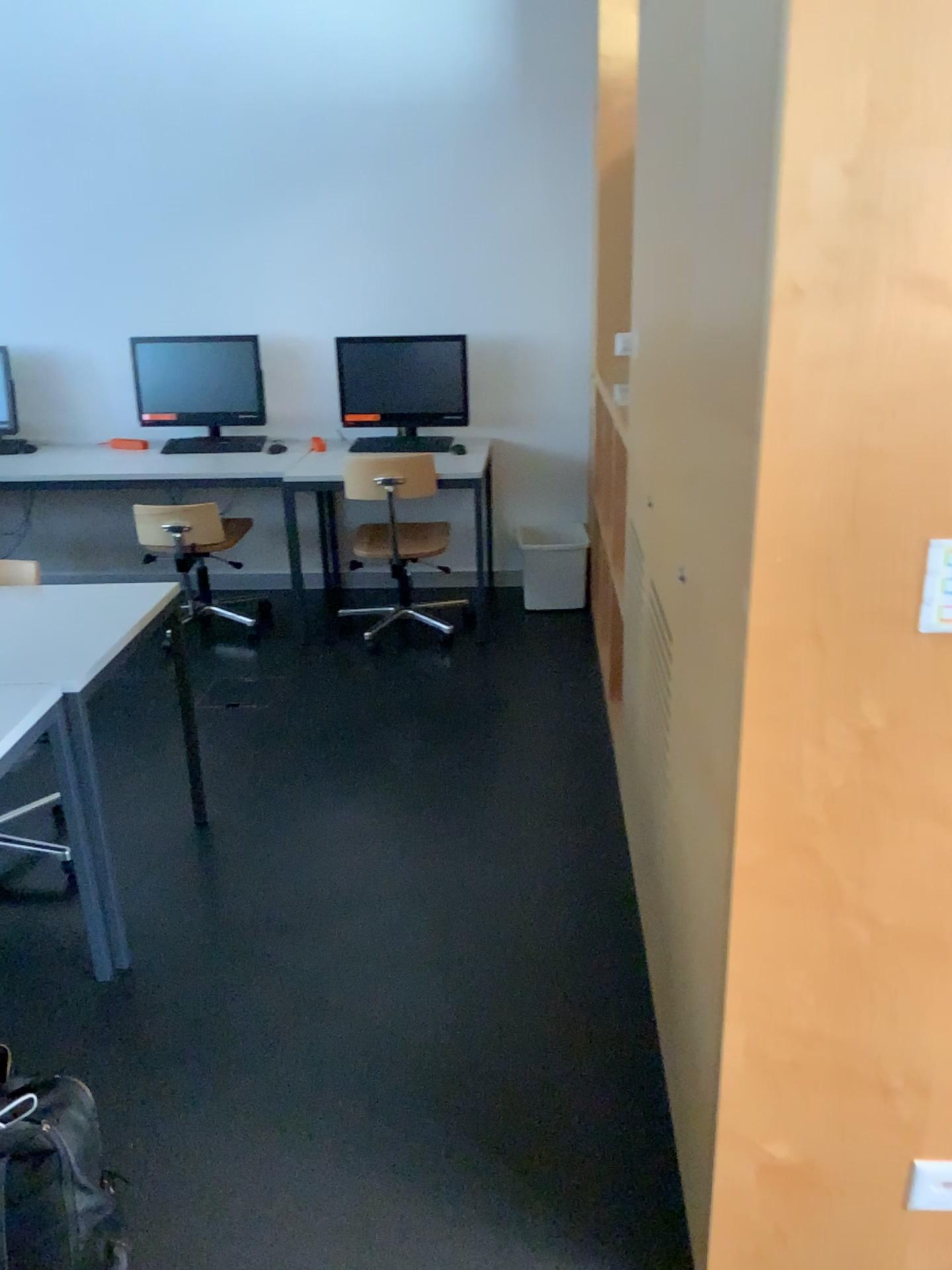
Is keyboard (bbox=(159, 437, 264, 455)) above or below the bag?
above

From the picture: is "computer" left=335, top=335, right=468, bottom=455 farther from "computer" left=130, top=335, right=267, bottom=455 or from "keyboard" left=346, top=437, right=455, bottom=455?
"computer" left=130, top=335, right=267, bottom=455

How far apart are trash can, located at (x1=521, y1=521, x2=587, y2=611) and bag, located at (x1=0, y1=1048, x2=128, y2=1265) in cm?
342

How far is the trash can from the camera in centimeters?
478cm

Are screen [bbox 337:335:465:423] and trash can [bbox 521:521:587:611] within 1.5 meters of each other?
yes

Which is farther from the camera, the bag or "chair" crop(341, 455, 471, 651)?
"chair" crop(341, 455, 471, 651)

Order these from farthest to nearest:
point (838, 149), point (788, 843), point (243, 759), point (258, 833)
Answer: point (243, 759) → point (258, 833) → point (788, 843) → point (838, 149)

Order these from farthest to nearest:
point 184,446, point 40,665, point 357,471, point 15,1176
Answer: point 184,446
point 357,471
point 40,665
point 15,1176

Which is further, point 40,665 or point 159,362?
point 159,362

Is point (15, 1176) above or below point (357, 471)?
below
